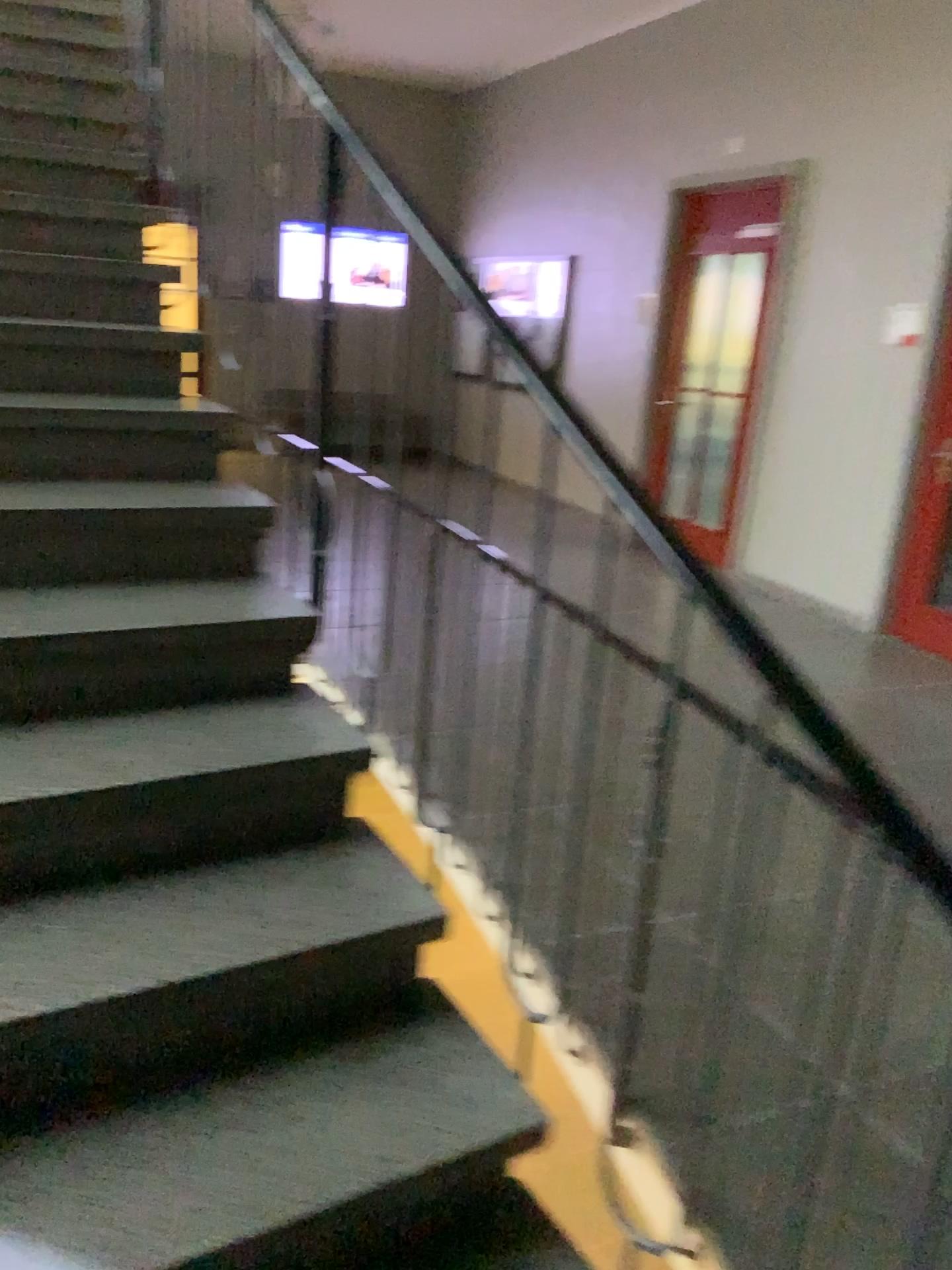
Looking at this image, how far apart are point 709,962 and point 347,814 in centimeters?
114cm
